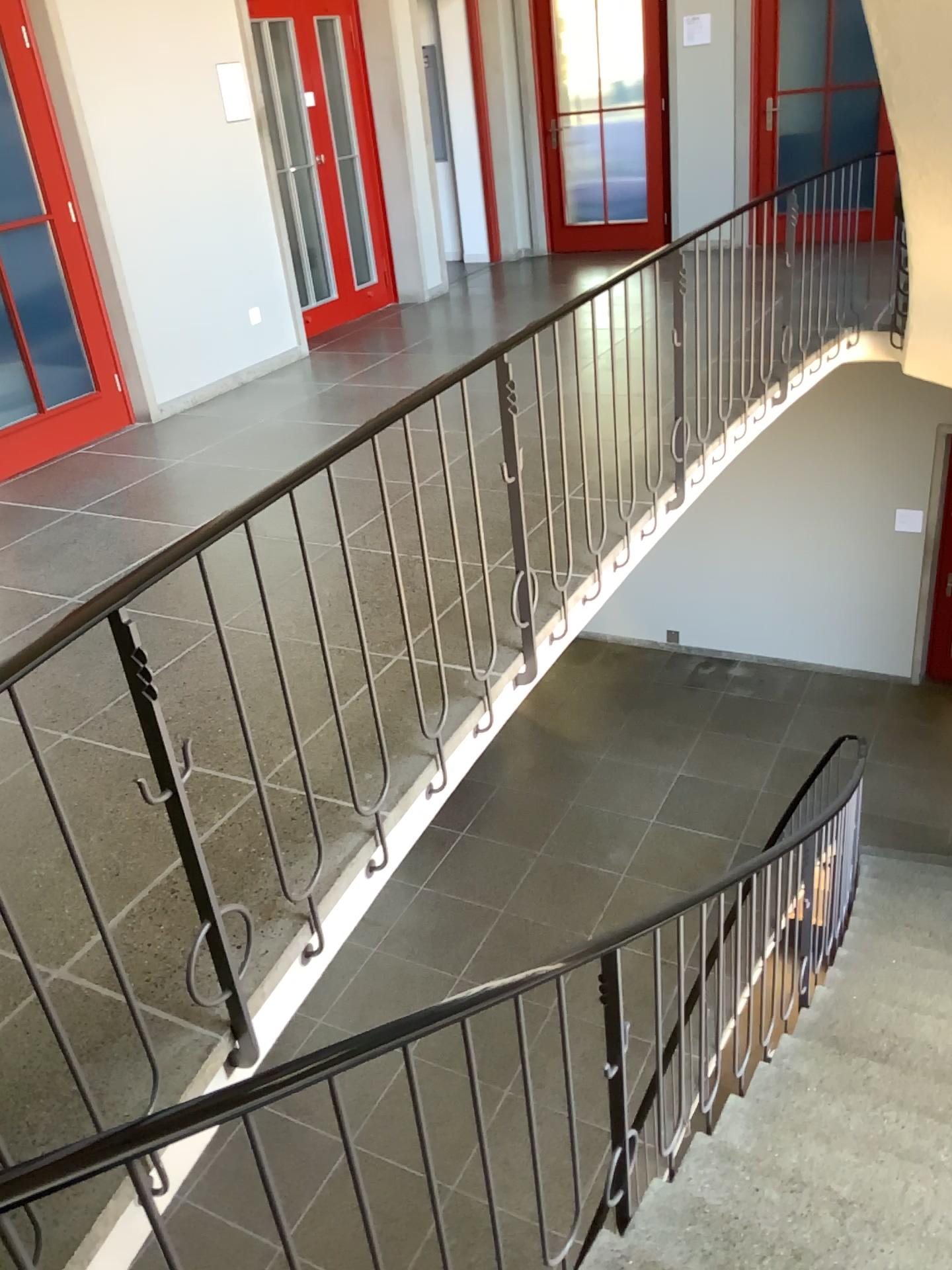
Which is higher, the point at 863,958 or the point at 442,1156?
the point at 442,1156
